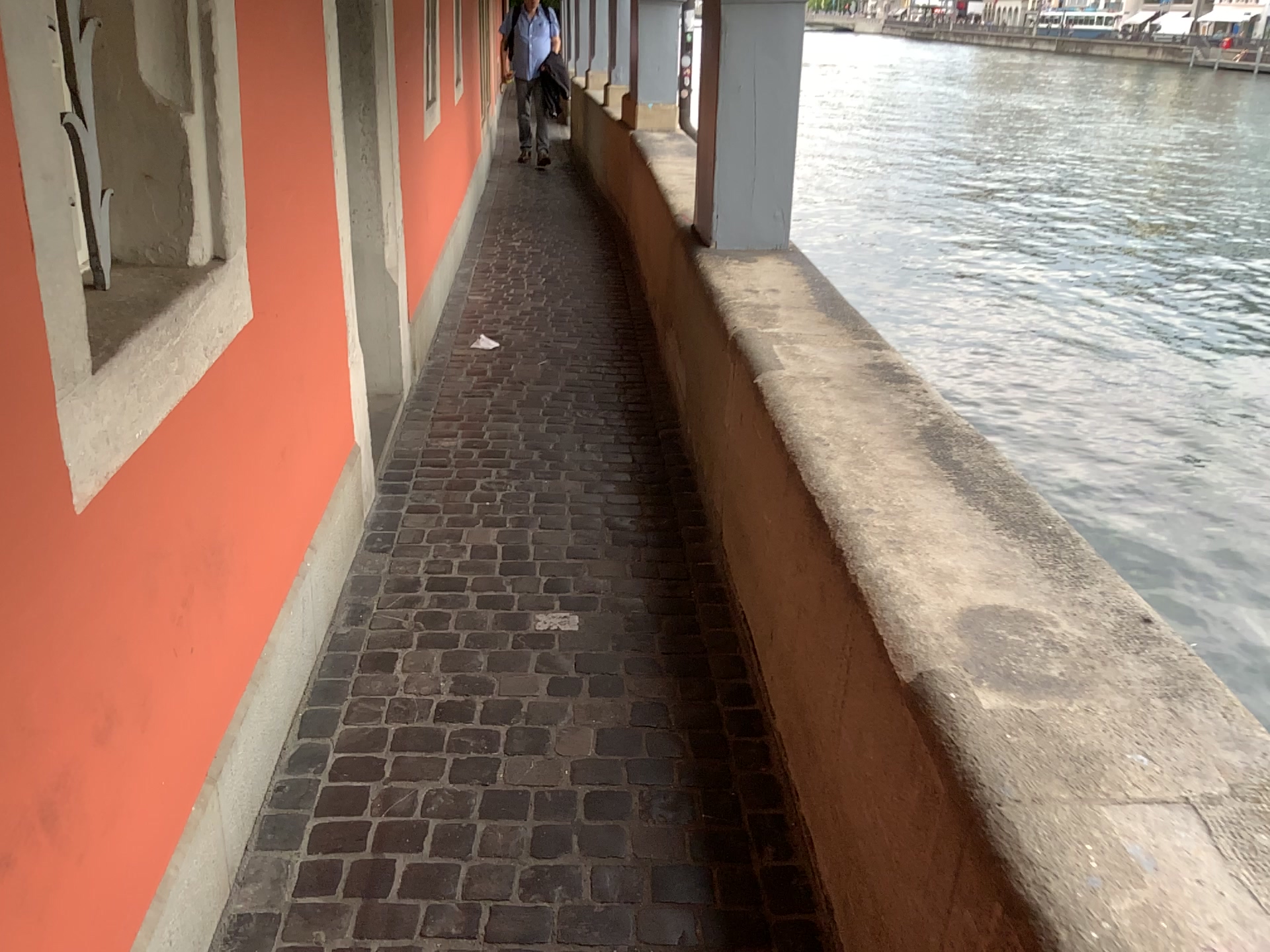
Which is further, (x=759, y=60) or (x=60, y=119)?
(x=759, y=60)

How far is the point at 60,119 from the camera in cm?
146

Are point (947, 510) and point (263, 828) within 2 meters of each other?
yes

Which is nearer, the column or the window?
the window

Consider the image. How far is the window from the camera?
1.46m
